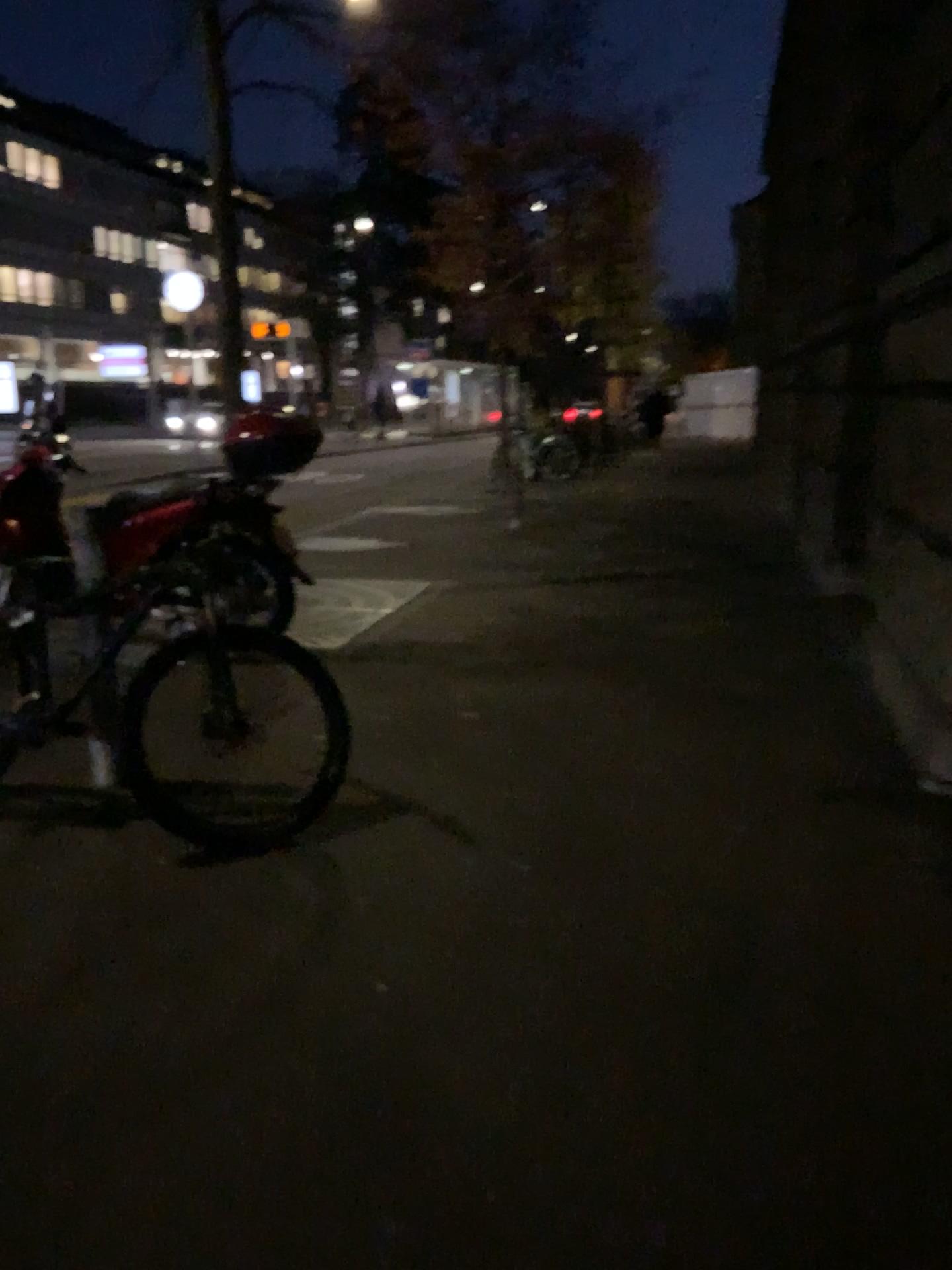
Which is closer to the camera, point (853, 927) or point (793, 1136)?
point (793, 1136)
